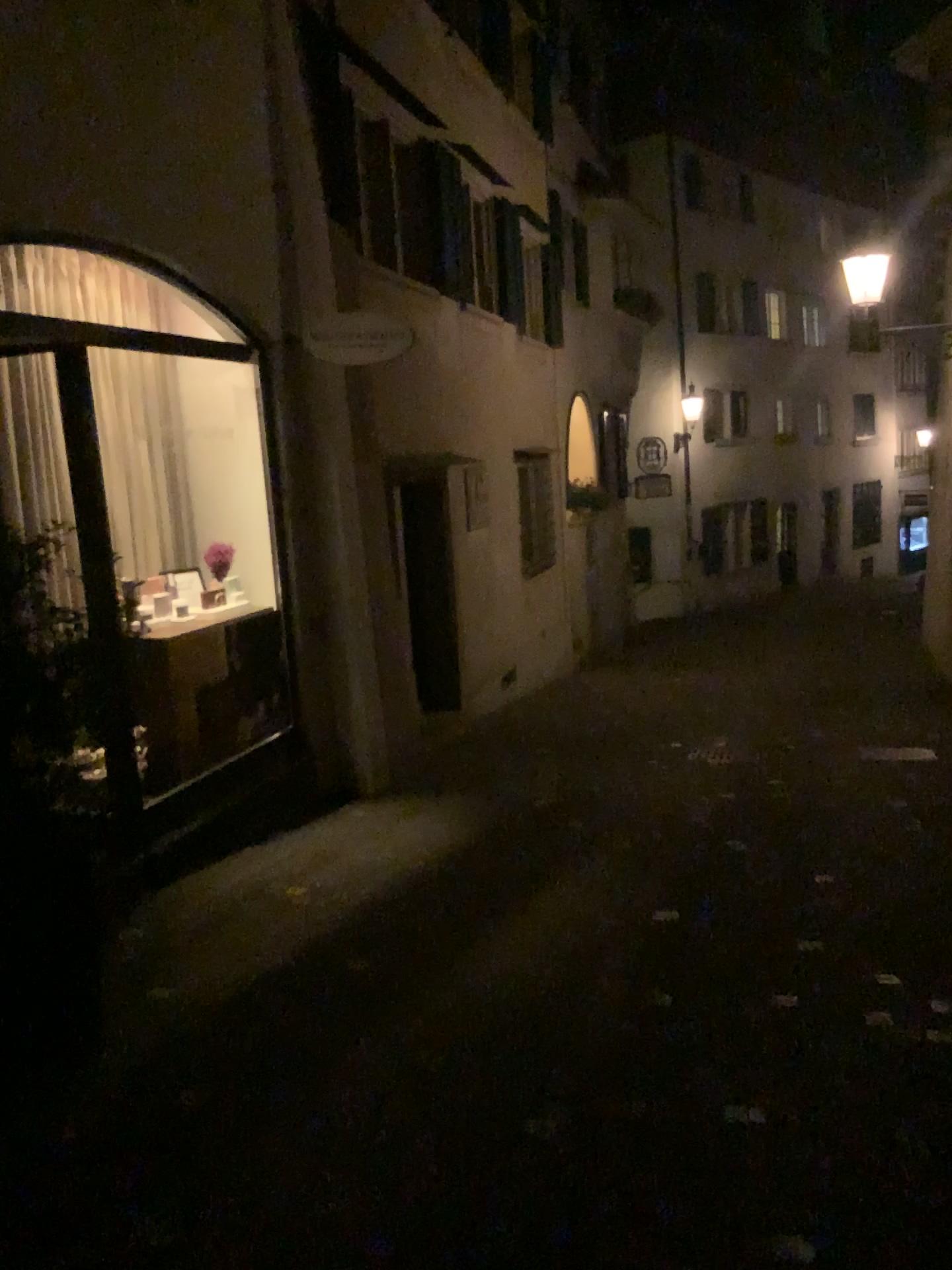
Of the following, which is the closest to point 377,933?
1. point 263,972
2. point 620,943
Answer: point 263,972
